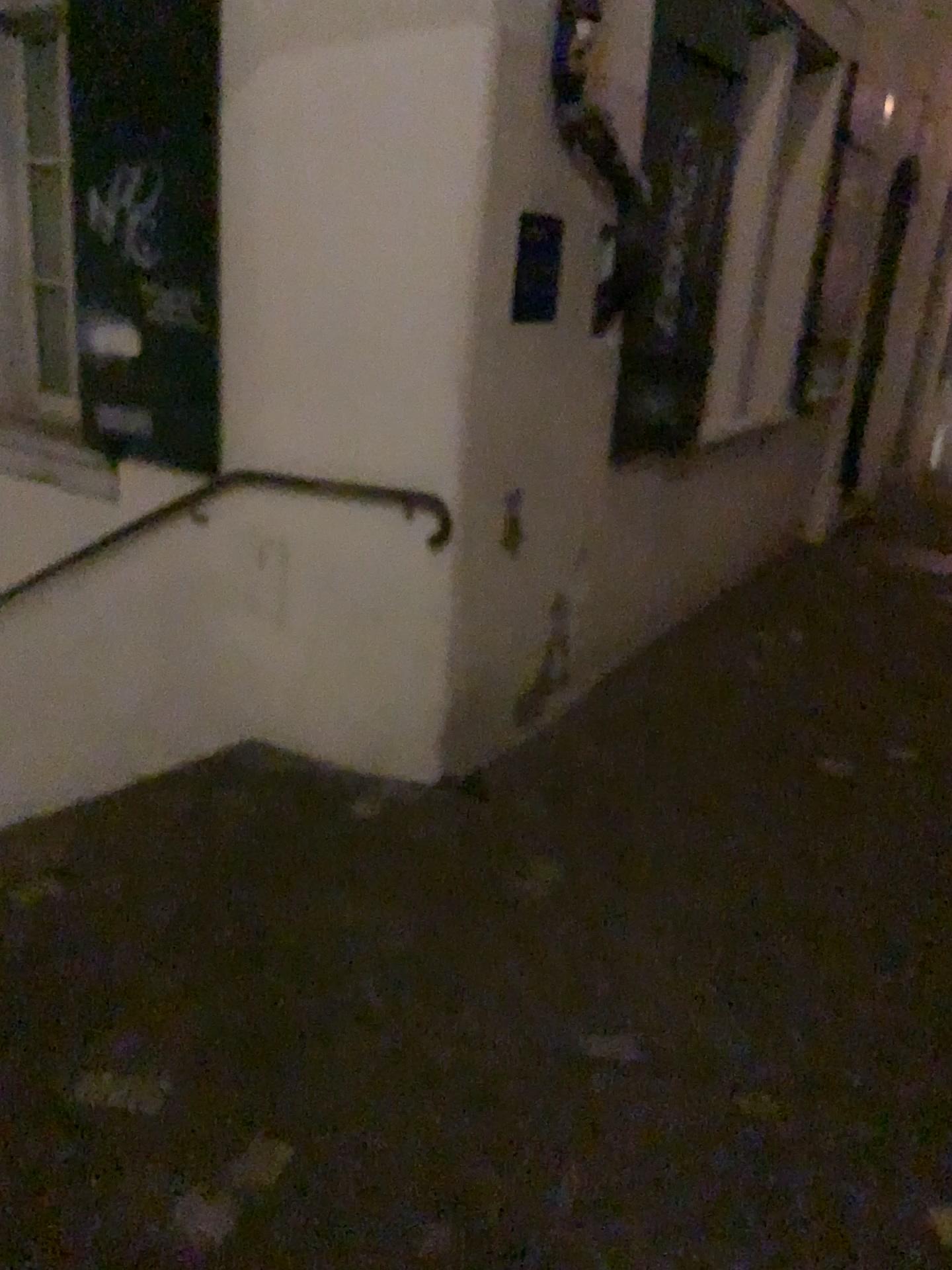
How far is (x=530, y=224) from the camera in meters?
2.9

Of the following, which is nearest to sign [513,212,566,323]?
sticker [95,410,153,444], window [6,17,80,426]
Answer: sticker [95,410,153,444]

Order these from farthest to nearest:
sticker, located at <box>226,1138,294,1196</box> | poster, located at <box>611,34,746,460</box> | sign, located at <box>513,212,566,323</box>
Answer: poster, located at <box>611,34,746,460</box>, sign, located at <box>513,212,566,323</box>, sticker, located at <box>226,1138,294,1196</box>

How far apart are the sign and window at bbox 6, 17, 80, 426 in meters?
1.6 m

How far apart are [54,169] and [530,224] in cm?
178

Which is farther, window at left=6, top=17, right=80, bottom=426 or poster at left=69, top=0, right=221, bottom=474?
window at left=6, top=17, right=80, bottom=426

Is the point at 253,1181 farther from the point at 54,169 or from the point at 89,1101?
the point at 54,169

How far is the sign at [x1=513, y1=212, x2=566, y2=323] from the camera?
2.94m

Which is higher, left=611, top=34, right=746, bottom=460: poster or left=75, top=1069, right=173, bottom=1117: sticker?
left=611, top=34, right=746, bottom=460: poster

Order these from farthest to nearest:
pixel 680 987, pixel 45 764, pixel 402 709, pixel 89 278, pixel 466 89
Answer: pixel 45 764 < pixel 89 278 < pixel 402 709 < pixel 466 89 < pixel 680 987
